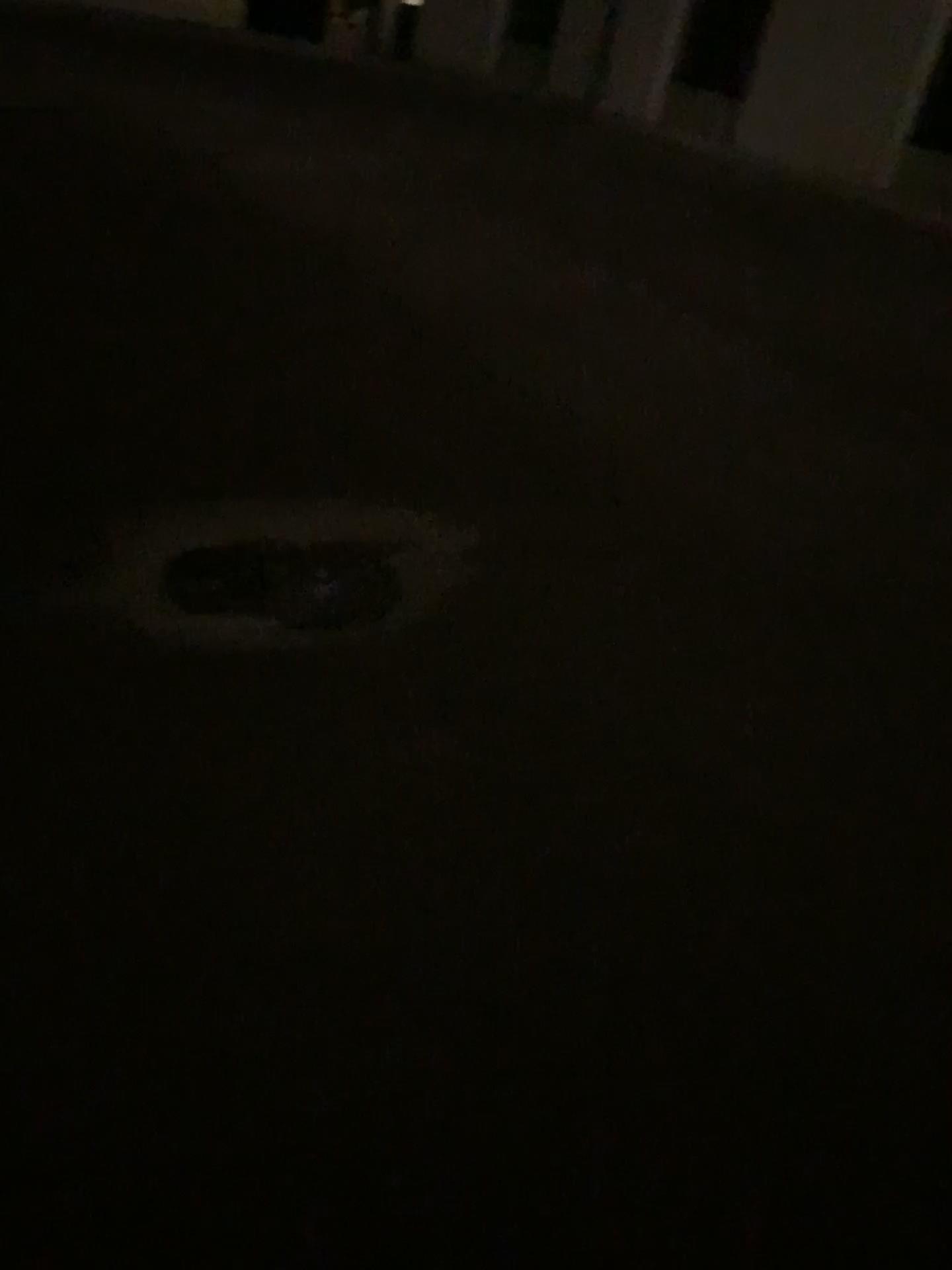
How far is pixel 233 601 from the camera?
2.9 meters

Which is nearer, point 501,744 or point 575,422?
point 501,744

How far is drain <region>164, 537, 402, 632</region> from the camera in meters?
2.9 m
